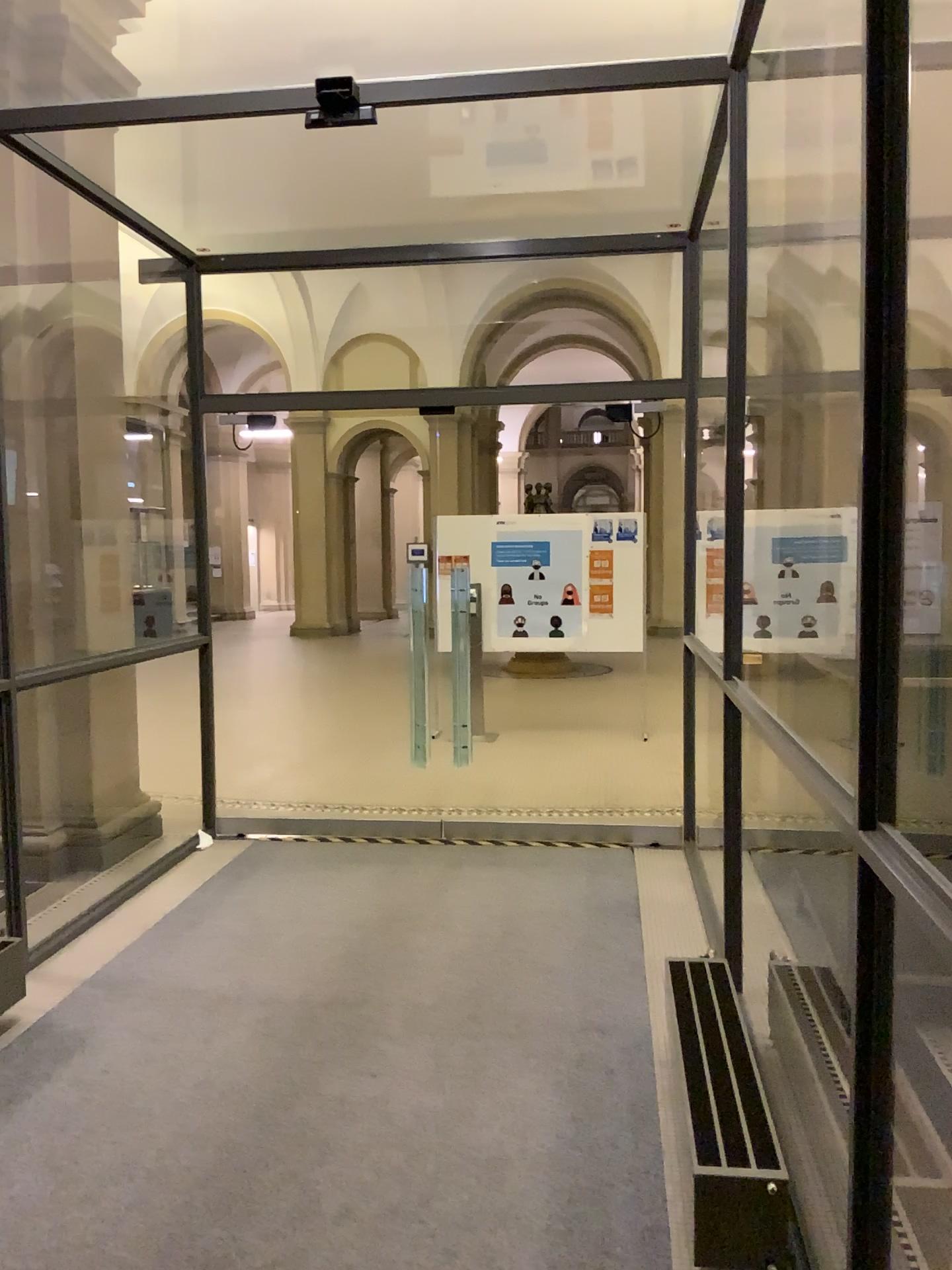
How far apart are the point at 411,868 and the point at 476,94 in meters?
3.4 m
